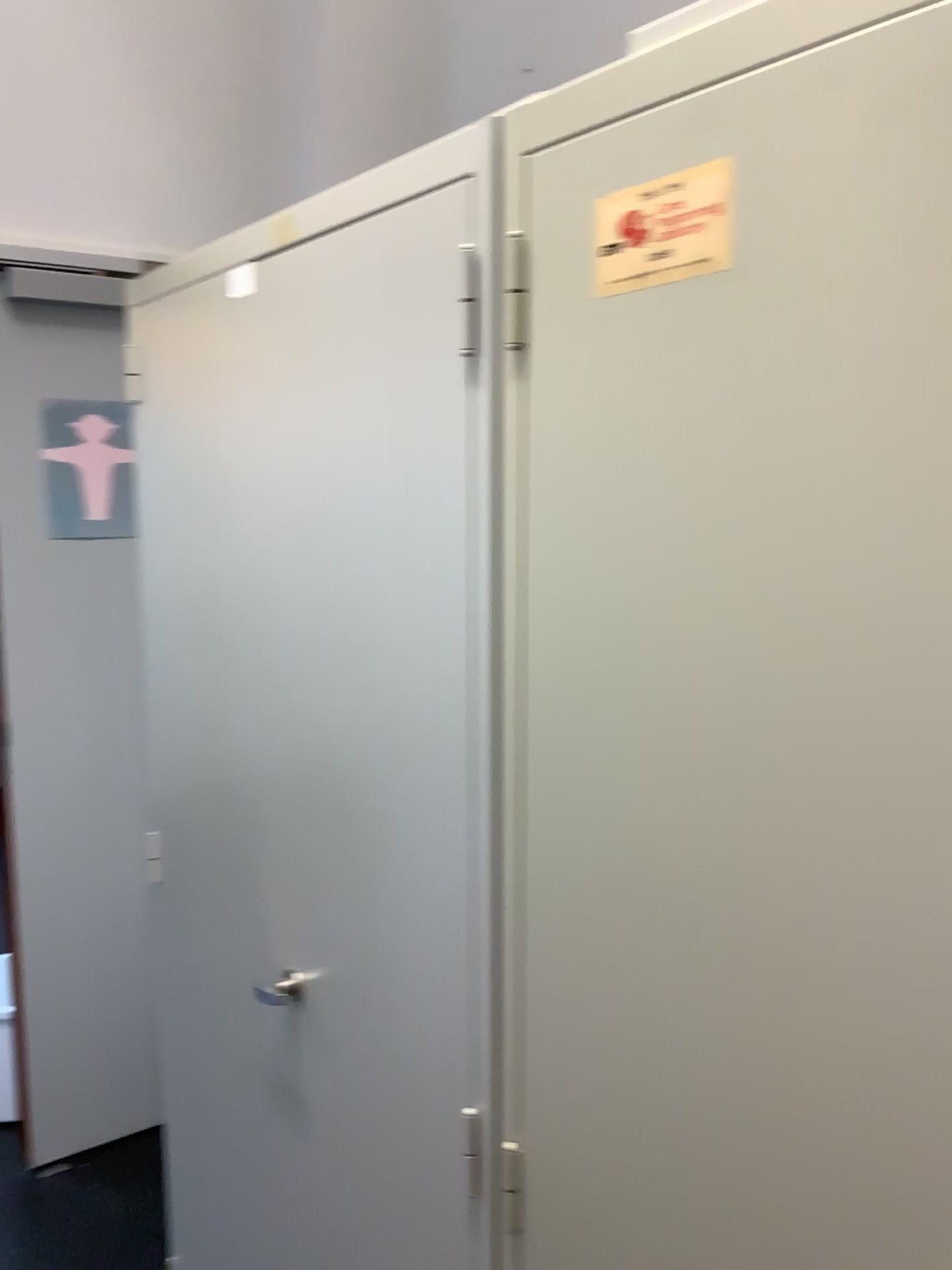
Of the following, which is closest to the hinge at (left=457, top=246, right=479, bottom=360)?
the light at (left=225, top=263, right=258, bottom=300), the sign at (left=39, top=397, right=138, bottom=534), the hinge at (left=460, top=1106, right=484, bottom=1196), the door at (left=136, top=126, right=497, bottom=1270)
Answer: the door at (left=136, top=126, right=497, bottom=1270)

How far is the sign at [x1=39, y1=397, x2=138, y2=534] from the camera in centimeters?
220cm

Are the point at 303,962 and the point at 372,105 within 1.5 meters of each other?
no

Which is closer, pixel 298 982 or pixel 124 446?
pixel 298 982

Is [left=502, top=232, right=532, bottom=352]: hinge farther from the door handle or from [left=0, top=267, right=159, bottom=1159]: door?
[left=0, top=267, right=159, bottom=1159]: door

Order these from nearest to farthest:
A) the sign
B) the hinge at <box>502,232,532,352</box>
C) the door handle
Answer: the hinge at <box>502,232,532,352</box>, the door handle, the sign

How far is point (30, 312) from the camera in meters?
2.3

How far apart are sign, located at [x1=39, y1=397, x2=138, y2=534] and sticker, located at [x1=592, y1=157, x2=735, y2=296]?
1.61m

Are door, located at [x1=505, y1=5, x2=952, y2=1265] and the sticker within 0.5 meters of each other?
yes

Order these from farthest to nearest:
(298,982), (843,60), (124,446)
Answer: (124,446) < (298,982) < (843,60)
